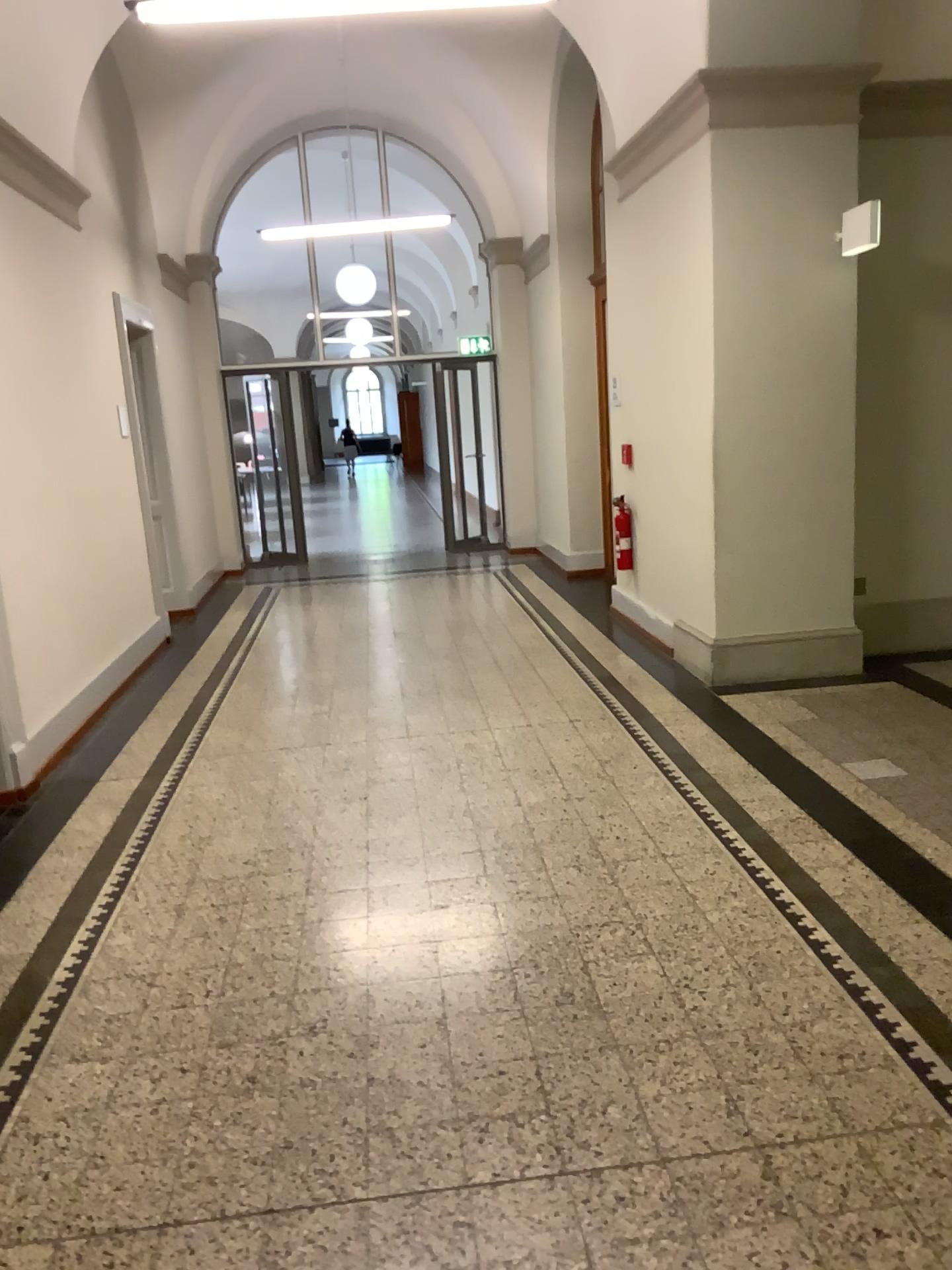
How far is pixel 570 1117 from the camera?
2.29m
